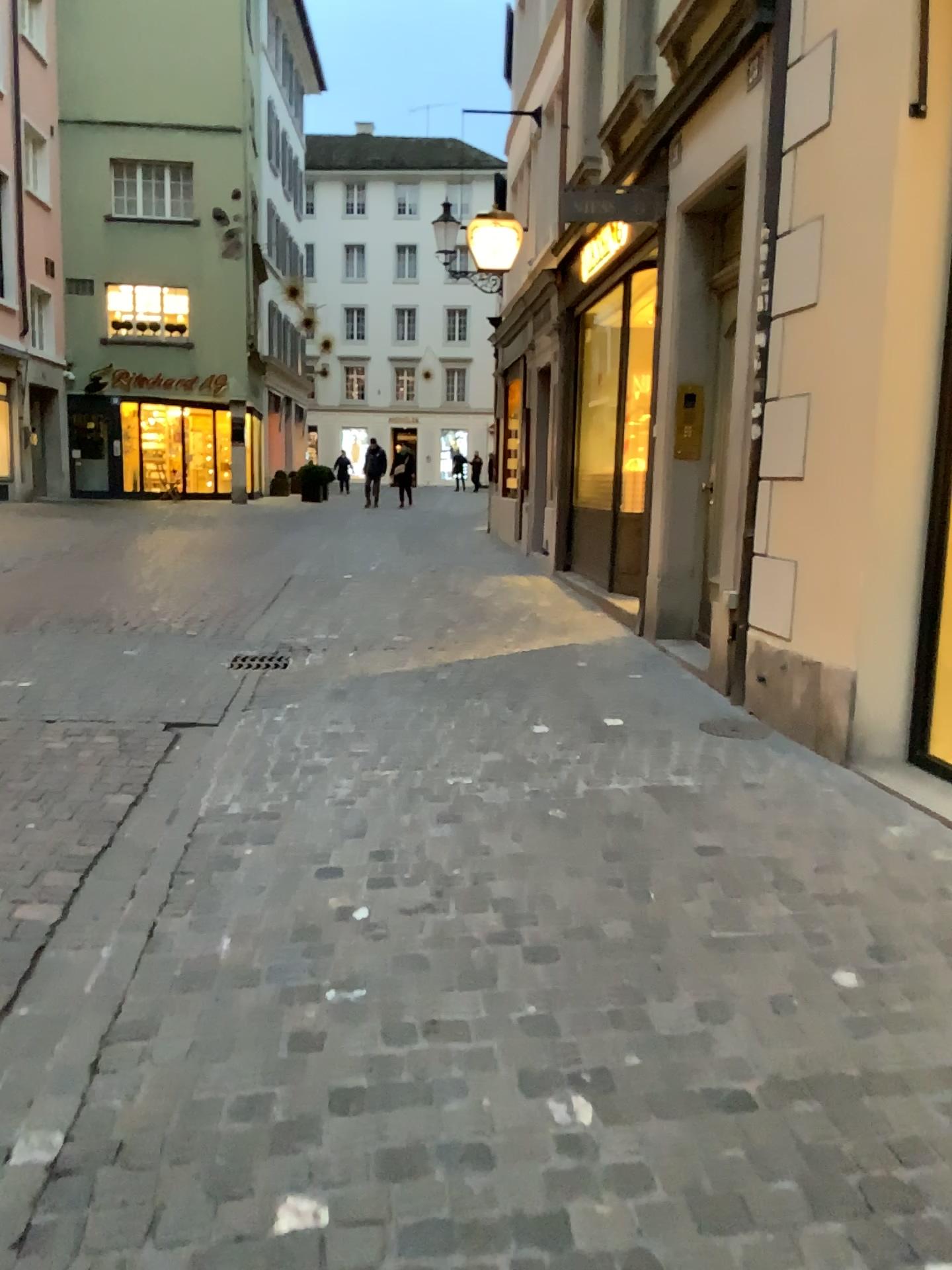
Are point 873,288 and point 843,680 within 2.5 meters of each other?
yes
